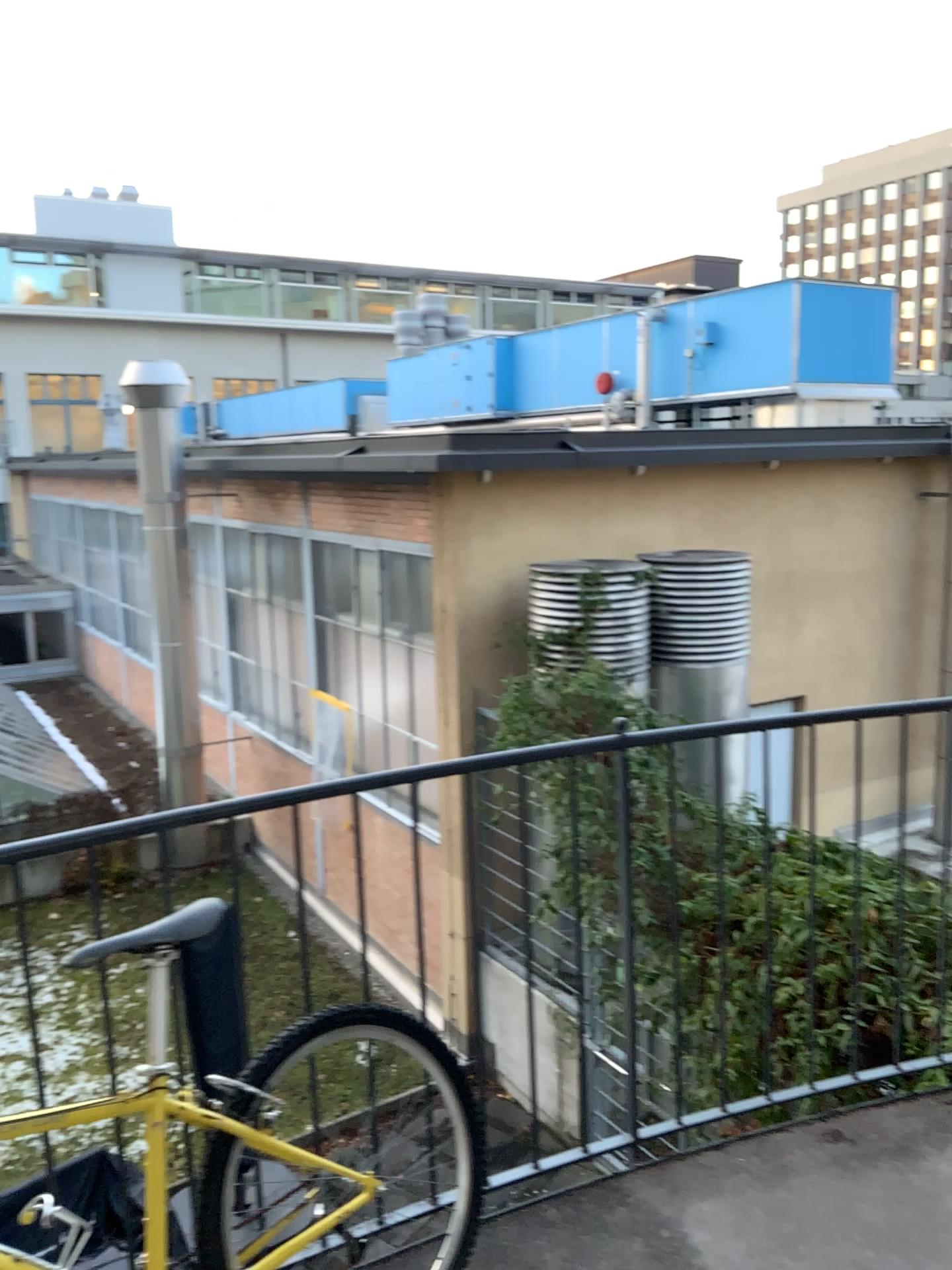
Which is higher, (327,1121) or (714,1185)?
(327,1121)
